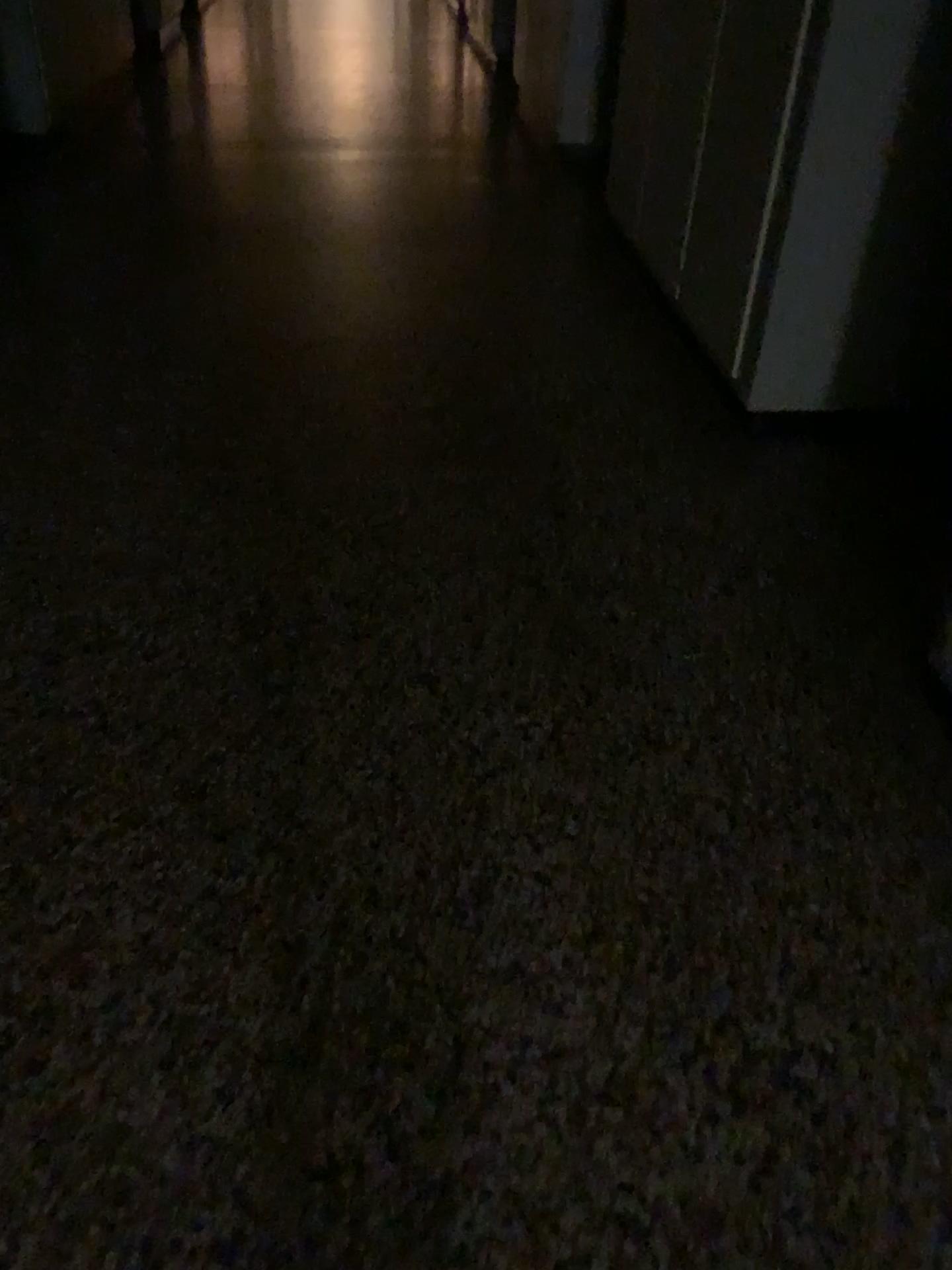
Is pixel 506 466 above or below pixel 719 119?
below
